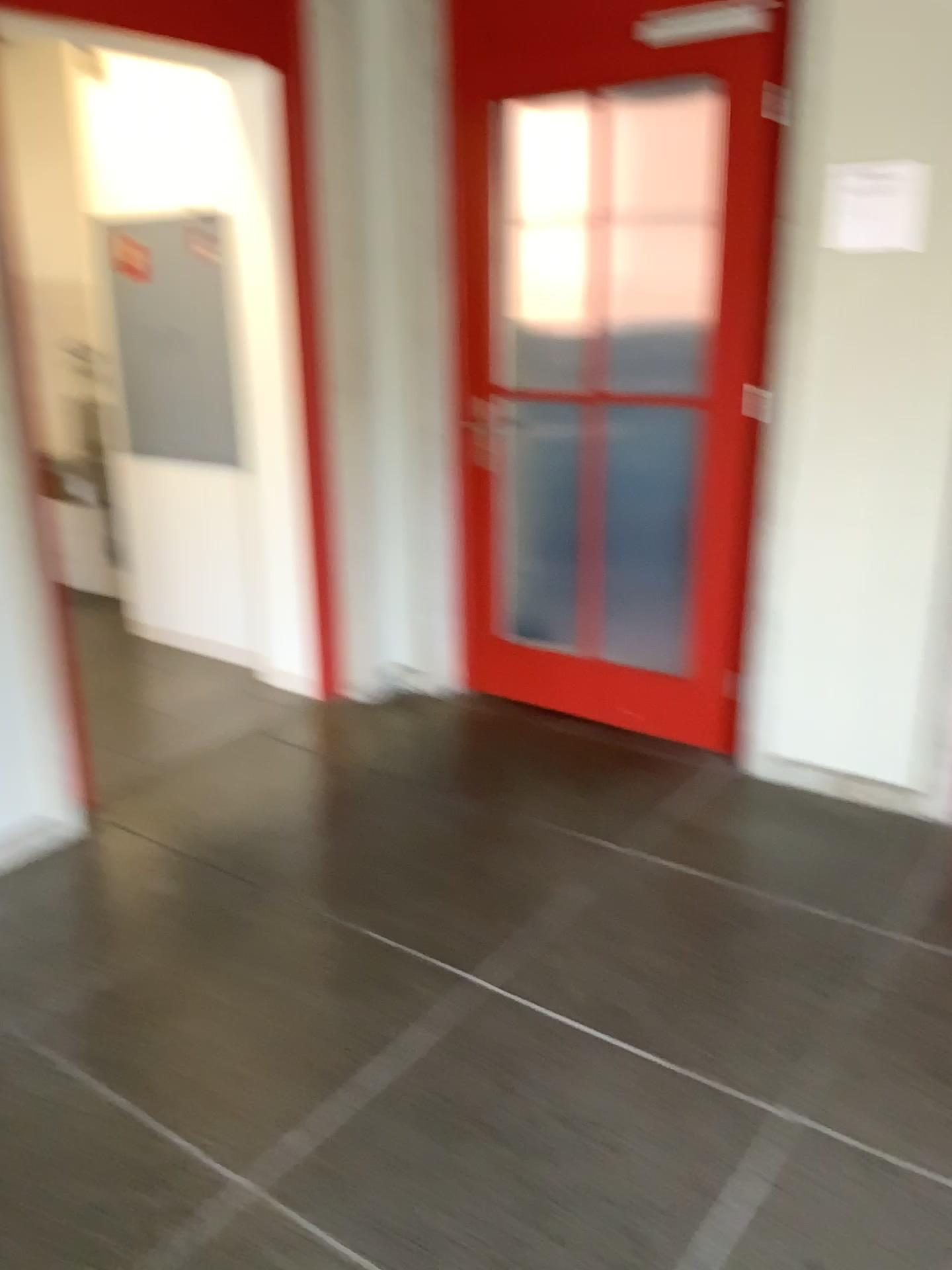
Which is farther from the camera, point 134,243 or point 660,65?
point 134,243

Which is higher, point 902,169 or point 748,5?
point 748,5

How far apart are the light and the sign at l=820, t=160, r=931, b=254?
0.5 meters

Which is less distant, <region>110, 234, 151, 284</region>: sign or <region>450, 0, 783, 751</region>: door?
<region>450, 0, 783, 751</region>: door

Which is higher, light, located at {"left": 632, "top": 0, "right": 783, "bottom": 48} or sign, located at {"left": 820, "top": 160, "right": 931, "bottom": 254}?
light, located at {"left": 632, "top": 0, "right": 783, "bottom": 48}

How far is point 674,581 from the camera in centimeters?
341cm

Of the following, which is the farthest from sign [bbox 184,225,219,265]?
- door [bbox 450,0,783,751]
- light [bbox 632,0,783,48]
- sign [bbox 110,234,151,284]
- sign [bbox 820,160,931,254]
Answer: sign [bbox 820,160,931,254]

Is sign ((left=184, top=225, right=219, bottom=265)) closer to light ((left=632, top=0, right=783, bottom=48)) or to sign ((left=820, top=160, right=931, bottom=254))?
light ((left=632, top=0, right=783, bottom=48))

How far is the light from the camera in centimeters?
283cm

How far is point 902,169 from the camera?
2.6m
